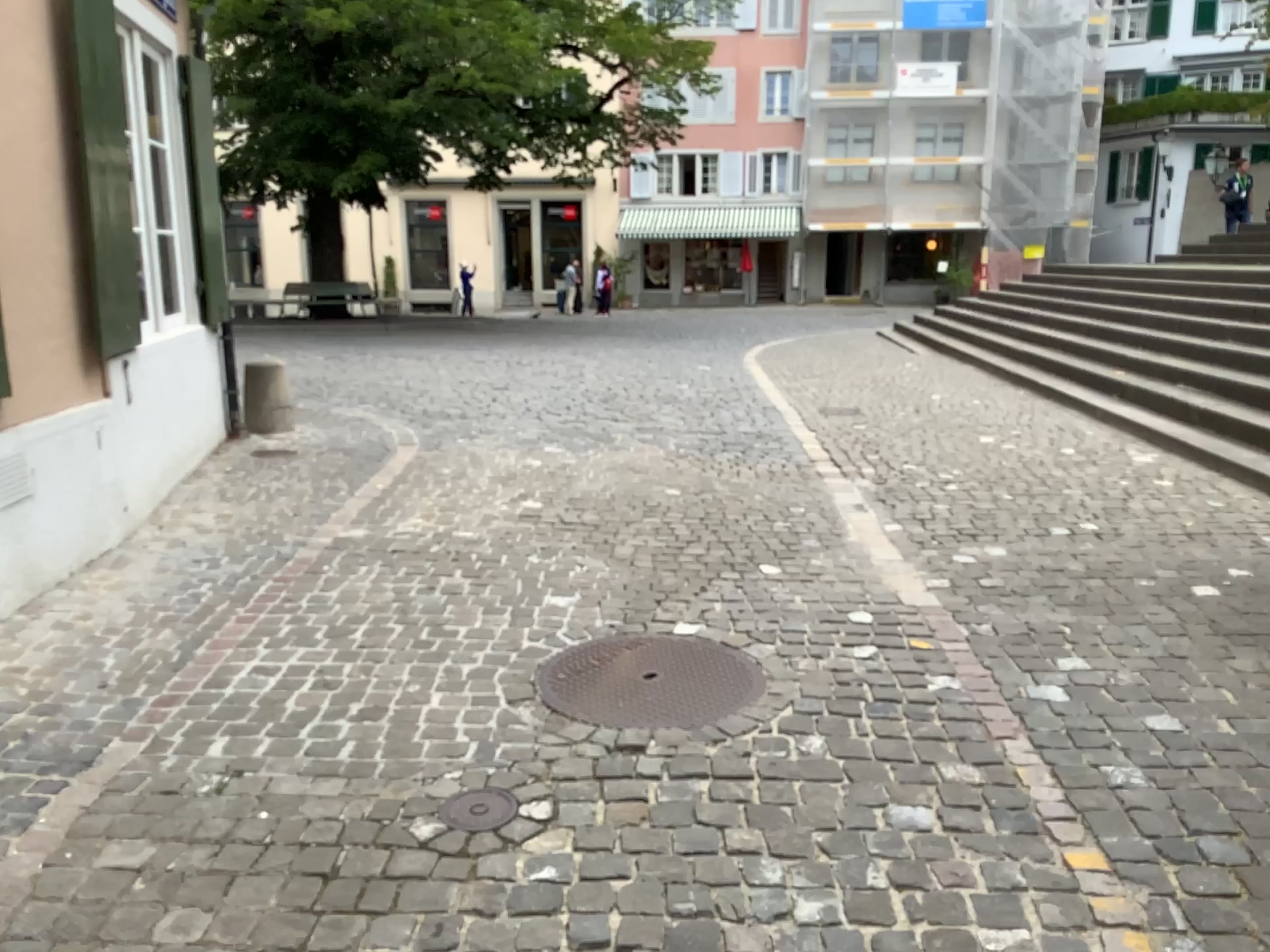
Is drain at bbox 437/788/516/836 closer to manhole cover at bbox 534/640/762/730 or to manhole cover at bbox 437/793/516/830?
manhole cover at bbox 437/793/516/830

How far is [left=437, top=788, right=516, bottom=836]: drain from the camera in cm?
241

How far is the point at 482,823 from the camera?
2.4 meters

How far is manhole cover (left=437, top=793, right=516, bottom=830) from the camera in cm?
241

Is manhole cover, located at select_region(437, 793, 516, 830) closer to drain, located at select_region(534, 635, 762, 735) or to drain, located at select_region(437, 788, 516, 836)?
drain, located at select_region(437, 788, 516, 836)

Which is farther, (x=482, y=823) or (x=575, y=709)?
(x=575, y=709)

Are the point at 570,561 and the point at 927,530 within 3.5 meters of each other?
yes

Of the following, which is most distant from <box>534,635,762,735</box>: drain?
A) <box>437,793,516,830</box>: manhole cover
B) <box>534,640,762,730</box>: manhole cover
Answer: <box>437,793,516,830</box>: manhole cover

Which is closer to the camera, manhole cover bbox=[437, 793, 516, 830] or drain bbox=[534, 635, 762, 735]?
manhole cover bbox=[437, 793, 516, 830]

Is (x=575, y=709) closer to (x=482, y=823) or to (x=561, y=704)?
(x=561, y=704)
